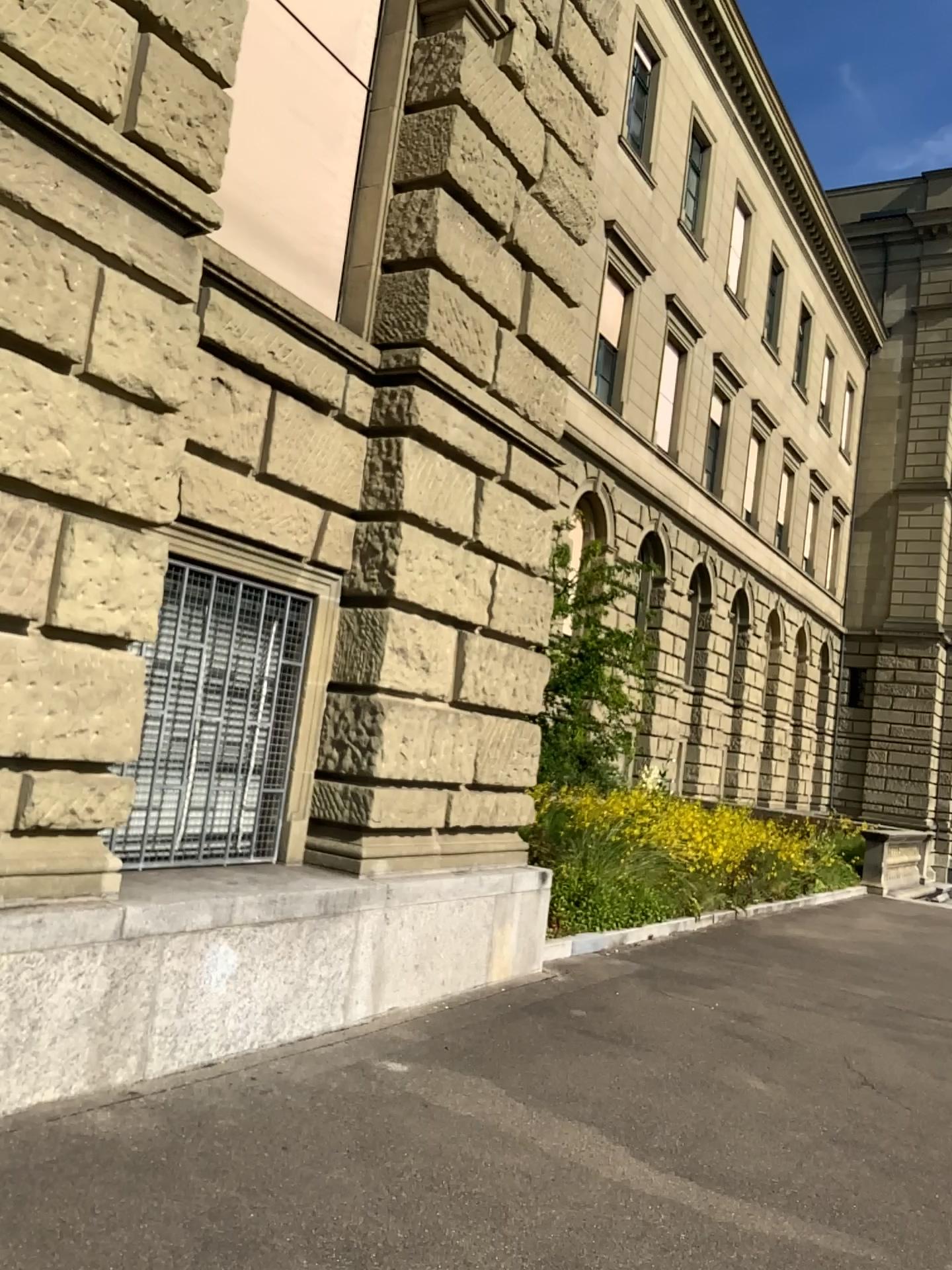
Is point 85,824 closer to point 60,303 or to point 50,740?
point 50,740
